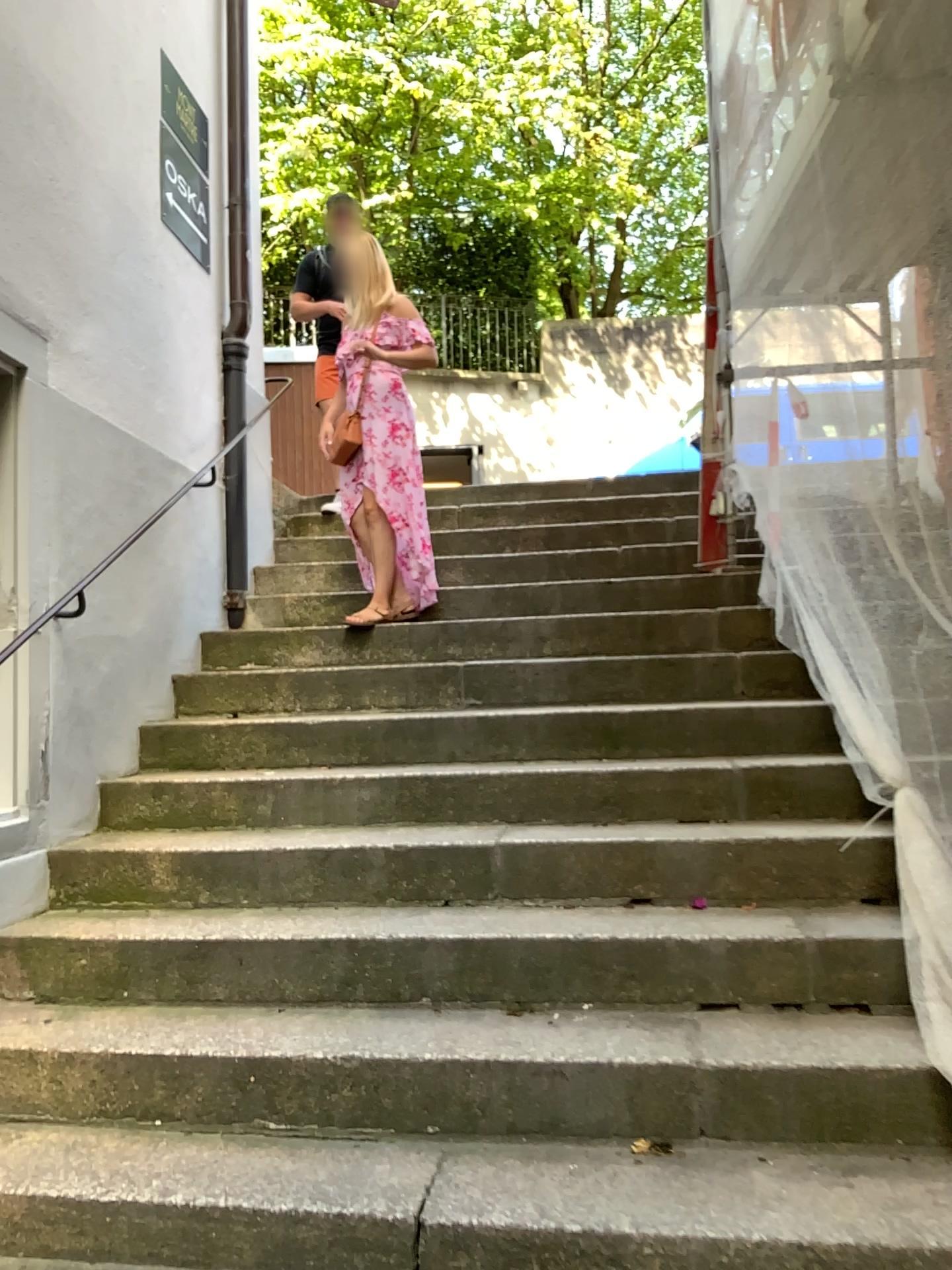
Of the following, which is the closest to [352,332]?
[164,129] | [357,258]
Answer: [357,258]

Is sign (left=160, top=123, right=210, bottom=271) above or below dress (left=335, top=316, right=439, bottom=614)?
above

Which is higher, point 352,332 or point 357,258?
point 357,258

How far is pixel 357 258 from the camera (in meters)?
4.43

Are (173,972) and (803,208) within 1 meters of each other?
no

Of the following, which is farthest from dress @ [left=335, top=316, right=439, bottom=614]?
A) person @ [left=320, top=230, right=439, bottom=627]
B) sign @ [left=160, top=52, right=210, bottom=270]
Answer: sign @ [left=160, top=52, right=210, bottom=270]

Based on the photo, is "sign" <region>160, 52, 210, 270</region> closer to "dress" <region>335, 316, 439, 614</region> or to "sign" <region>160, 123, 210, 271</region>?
"sign" <region>160, 123, 210, 271</region>

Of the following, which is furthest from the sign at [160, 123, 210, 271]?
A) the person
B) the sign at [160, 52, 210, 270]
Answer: the person

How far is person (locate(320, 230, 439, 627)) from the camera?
4.4m

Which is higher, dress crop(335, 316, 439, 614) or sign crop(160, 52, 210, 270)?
sign crop(160, 52, 210, 270)
